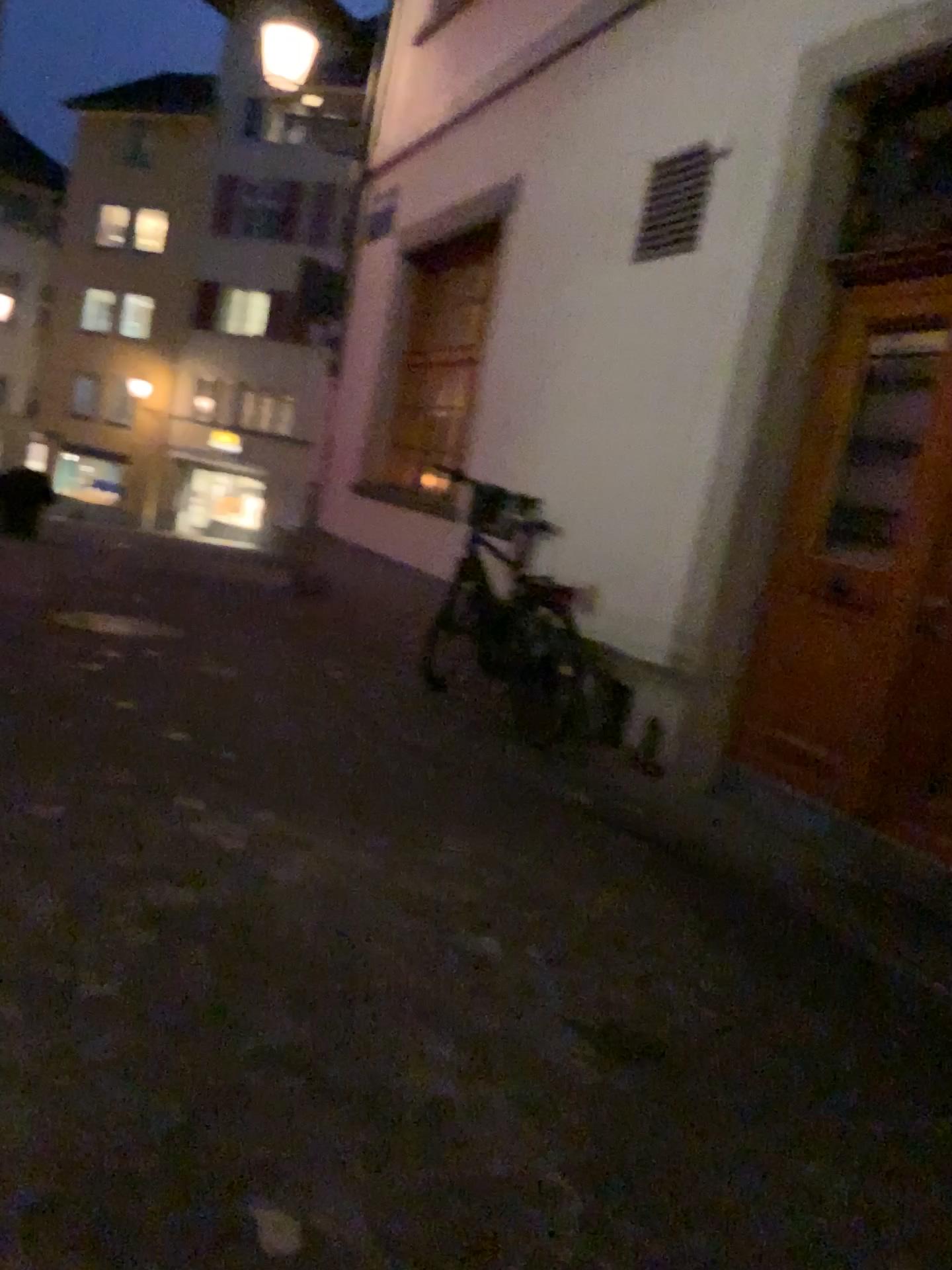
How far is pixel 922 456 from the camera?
3.80m

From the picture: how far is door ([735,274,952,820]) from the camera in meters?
3.8

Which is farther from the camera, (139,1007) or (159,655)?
(159,655)
